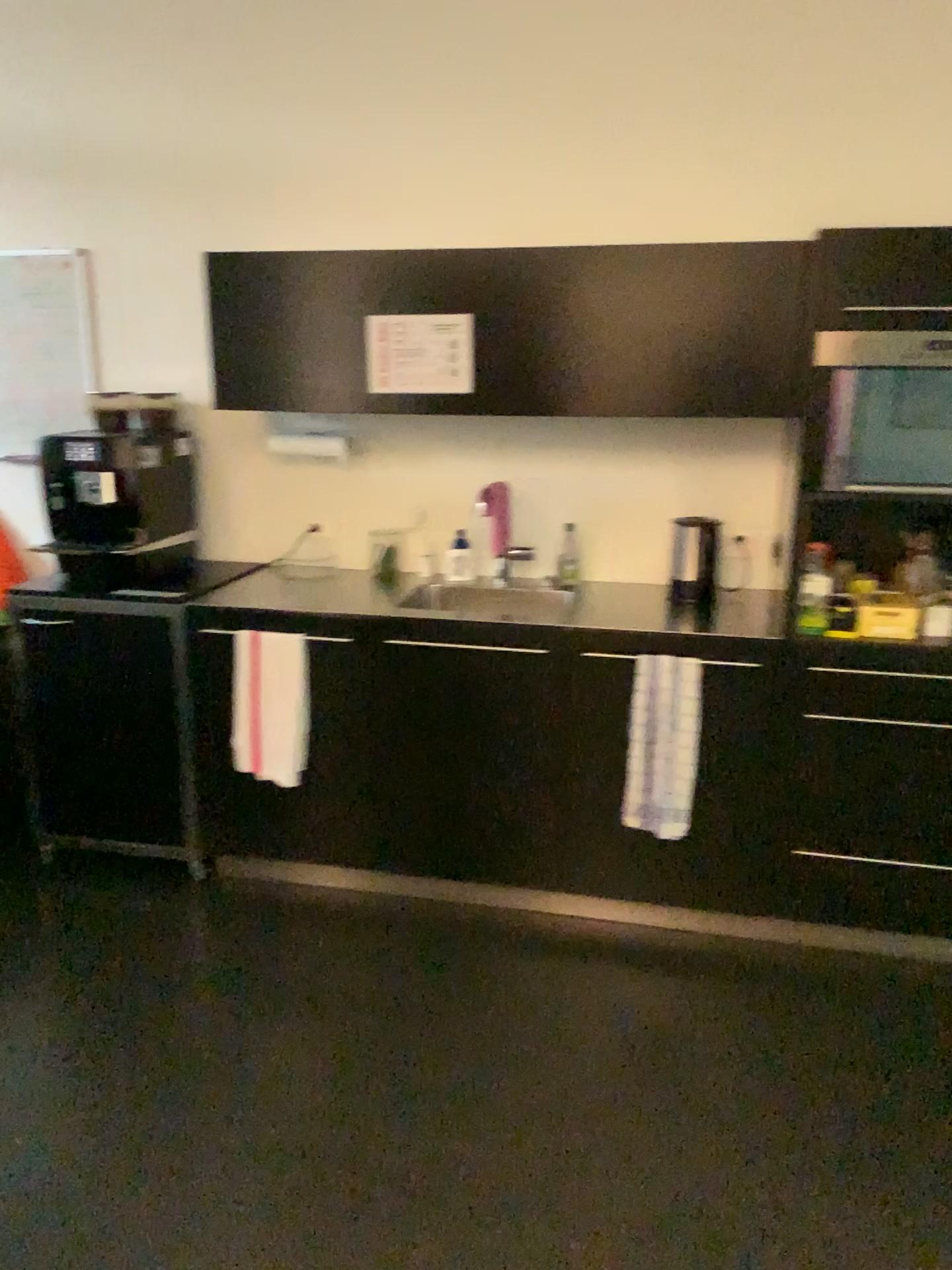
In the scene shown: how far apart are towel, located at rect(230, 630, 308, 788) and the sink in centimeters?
45cm

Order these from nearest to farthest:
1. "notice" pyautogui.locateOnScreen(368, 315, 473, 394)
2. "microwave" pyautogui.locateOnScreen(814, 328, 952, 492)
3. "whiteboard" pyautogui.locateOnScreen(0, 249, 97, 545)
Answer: "microwave" pyautogui.locateOnScreen(814, 328, 952, 492) < "notice" pyautogui.locateOnScreen(368, 315, 473, 394) < "whiteboard" pyautogui.locateOnScreen(0, 249, 97, 545)

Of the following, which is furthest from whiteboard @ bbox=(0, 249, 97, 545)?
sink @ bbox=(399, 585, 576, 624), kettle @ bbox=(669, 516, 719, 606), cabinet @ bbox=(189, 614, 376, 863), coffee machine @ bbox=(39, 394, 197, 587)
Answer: kettle @ bbox=(669, 516, 719, 606)

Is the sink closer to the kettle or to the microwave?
the kettle

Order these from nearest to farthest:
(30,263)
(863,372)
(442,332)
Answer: (863,372)
(442,332)
(30,263)

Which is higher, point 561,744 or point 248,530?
point 248,530

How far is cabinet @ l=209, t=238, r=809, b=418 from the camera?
2.8 meters

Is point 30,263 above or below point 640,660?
Result: above

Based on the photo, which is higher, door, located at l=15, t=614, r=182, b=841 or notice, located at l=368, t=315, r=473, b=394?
notice, located at l=368, t=315, r=473, b=394

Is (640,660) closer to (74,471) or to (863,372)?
(863,372)
